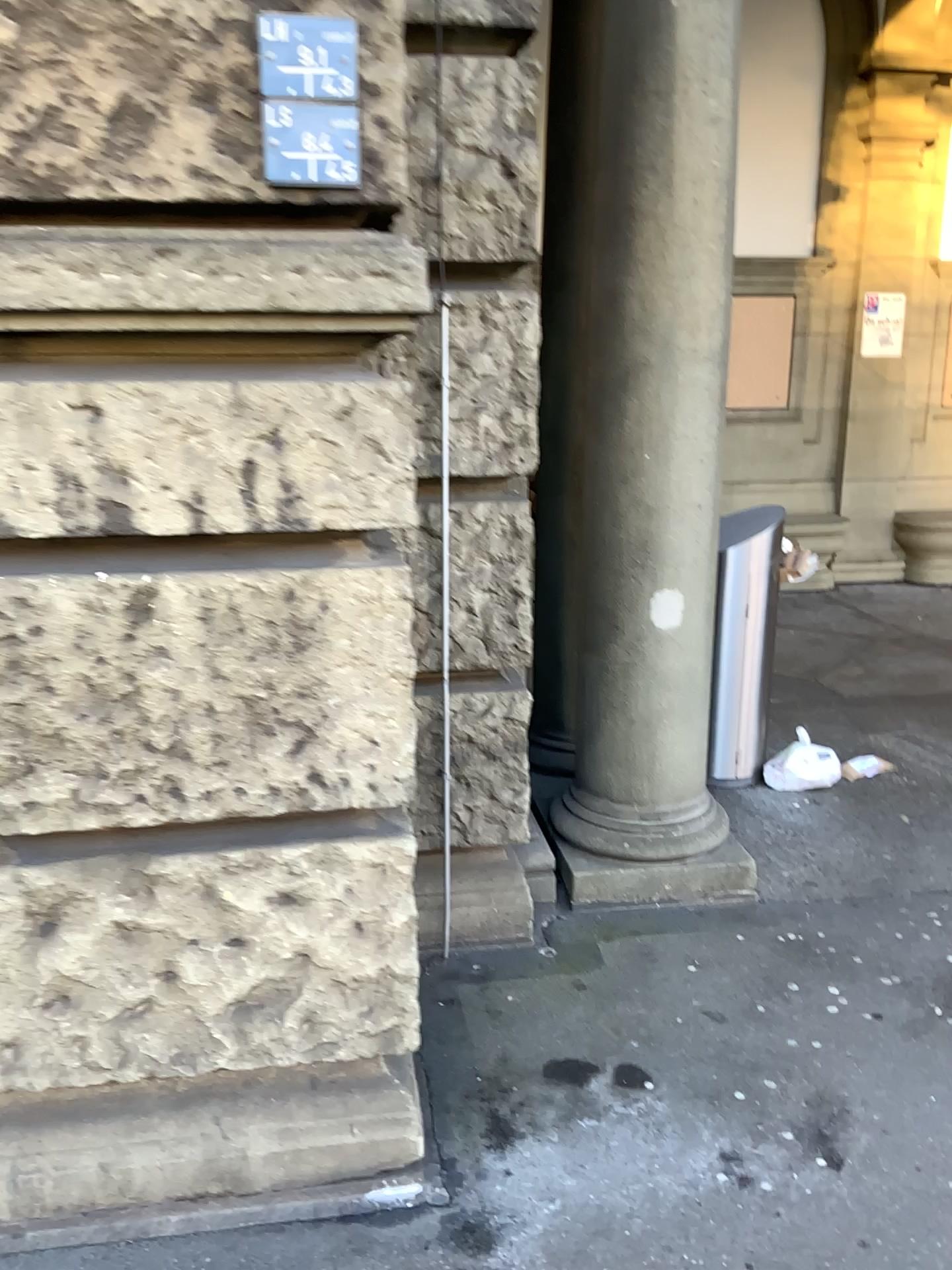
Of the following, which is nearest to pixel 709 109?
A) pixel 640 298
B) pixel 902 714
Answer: pixel 640 298

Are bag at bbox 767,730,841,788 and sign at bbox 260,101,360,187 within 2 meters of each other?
no

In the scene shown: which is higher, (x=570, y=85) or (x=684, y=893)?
(x=570, y=85)

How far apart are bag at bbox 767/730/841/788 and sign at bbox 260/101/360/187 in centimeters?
309cm

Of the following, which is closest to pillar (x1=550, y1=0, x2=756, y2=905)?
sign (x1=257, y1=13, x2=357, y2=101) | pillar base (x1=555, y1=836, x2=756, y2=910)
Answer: pillar base (x1=555, y1=836, x2=756, y2=910)

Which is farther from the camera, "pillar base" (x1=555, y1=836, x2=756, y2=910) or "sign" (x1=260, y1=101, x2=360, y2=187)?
"pillar base" (x1=555, y1=836, x2=756, y2=910)

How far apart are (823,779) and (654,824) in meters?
1.2 m

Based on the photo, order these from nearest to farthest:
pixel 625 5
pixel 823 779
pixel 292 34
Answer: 1. pixel 292 34
2. pixel 625 5
3. pixel 823 779

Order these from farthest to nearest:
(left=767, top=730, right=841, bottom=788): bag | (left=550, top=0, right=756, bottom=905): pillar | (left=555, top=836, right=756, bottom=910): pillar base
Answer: (left=767, top=730, right=841, bottom=788): bag
(left=555, top=836, right=756, bottom=910): pillar base
(left=550, top=0, right=756, bottom=905): pillar

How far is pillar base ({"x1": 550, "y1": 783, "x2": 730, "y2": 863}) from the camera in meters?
3.2 m
